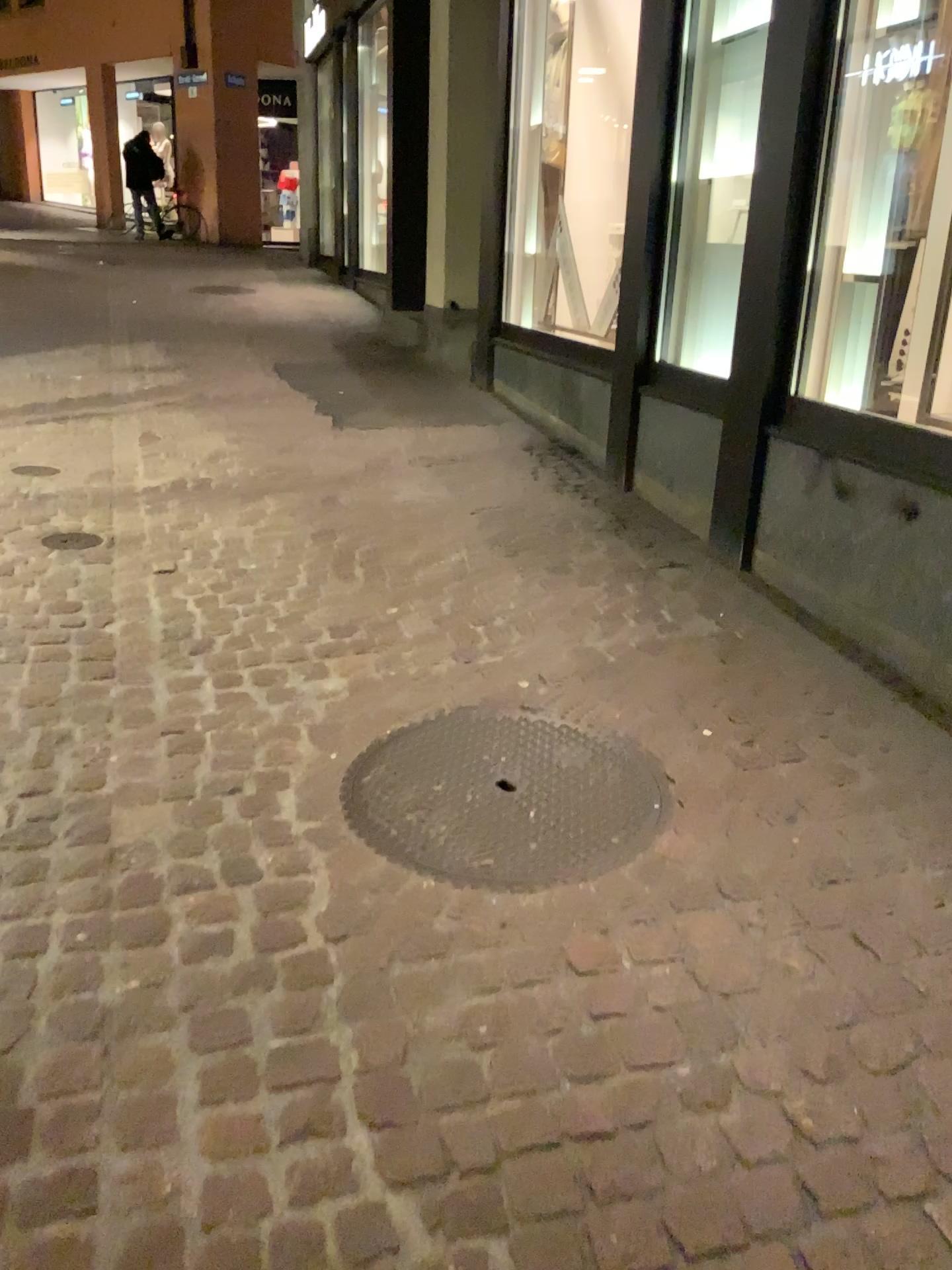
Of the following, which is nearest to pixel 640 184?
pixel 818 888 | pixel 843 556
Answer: pixel 843 556
